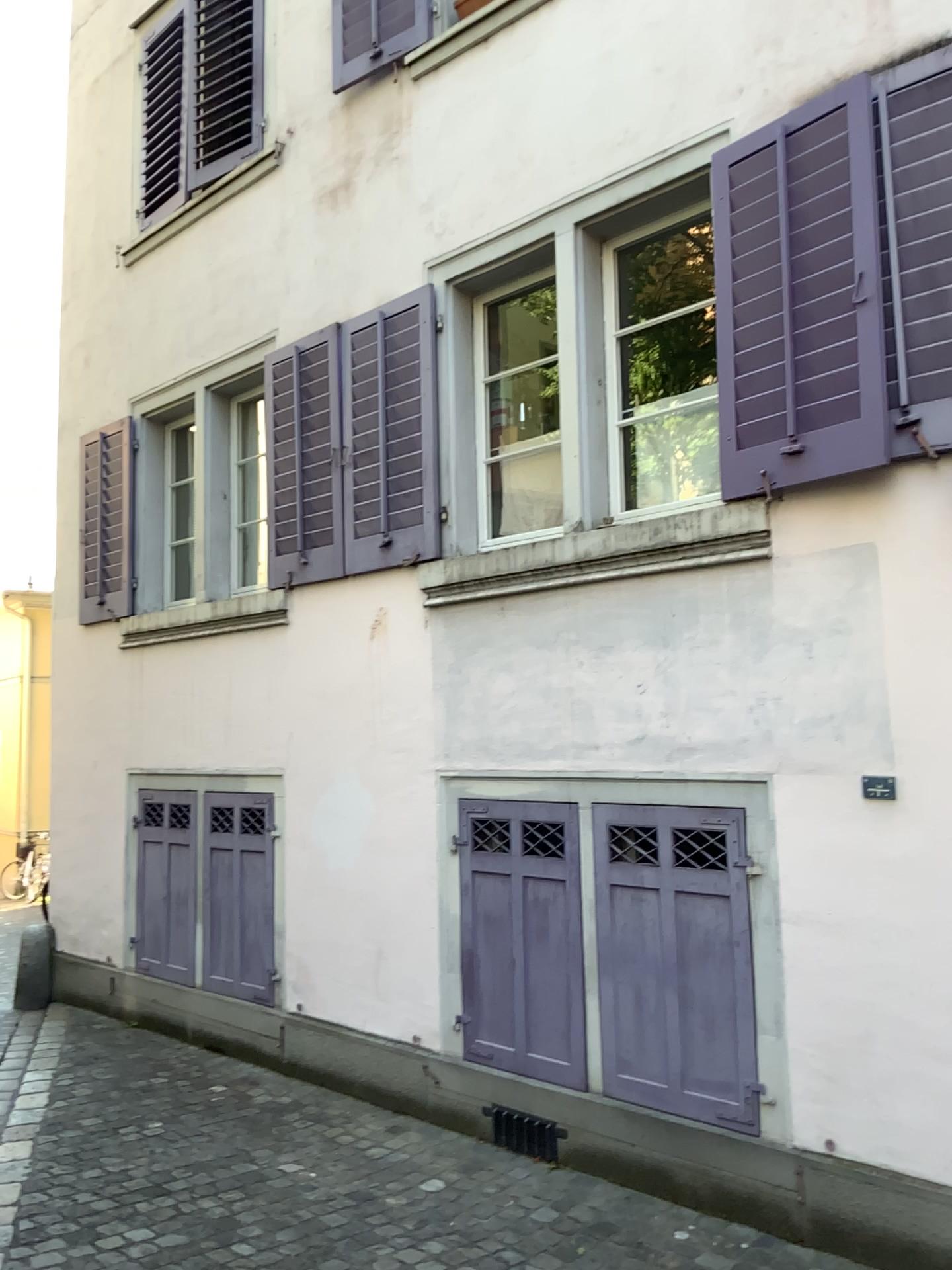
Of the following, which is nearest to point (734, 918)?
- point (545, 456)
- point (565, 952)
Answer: point (565, 952)

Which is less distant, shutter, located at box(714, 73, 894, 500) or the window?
shutter, located at box(714, 73, 894, 500)

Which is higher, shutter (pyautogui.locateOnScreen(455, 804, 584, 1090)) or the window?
the window

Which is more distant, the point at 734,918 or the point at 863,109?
the point at 734,918

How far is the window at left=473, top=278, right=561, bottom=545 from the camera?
4.7m

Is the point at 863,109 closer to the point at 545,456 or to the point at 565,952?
the point at 545,456

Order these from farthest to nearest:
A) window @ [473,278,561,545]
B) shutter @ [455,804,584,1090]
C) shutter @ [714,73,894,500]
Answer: window @ [473,278,561,545] → shutter @ [455,804,584,1090] → shutter @ [714,73,894,500]

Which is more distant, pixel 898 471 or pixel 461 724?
pixel 461 724

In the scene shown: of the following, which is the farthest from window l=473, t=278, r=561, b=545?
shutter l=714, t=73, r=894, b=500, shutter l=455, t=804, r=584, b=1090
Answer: shutter l=455, t=804, r=584, b=1090

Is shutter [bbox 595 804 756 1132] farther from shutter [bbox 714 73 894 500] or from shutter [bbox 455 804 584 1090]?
shutter [bbox 714 73 894 500]
